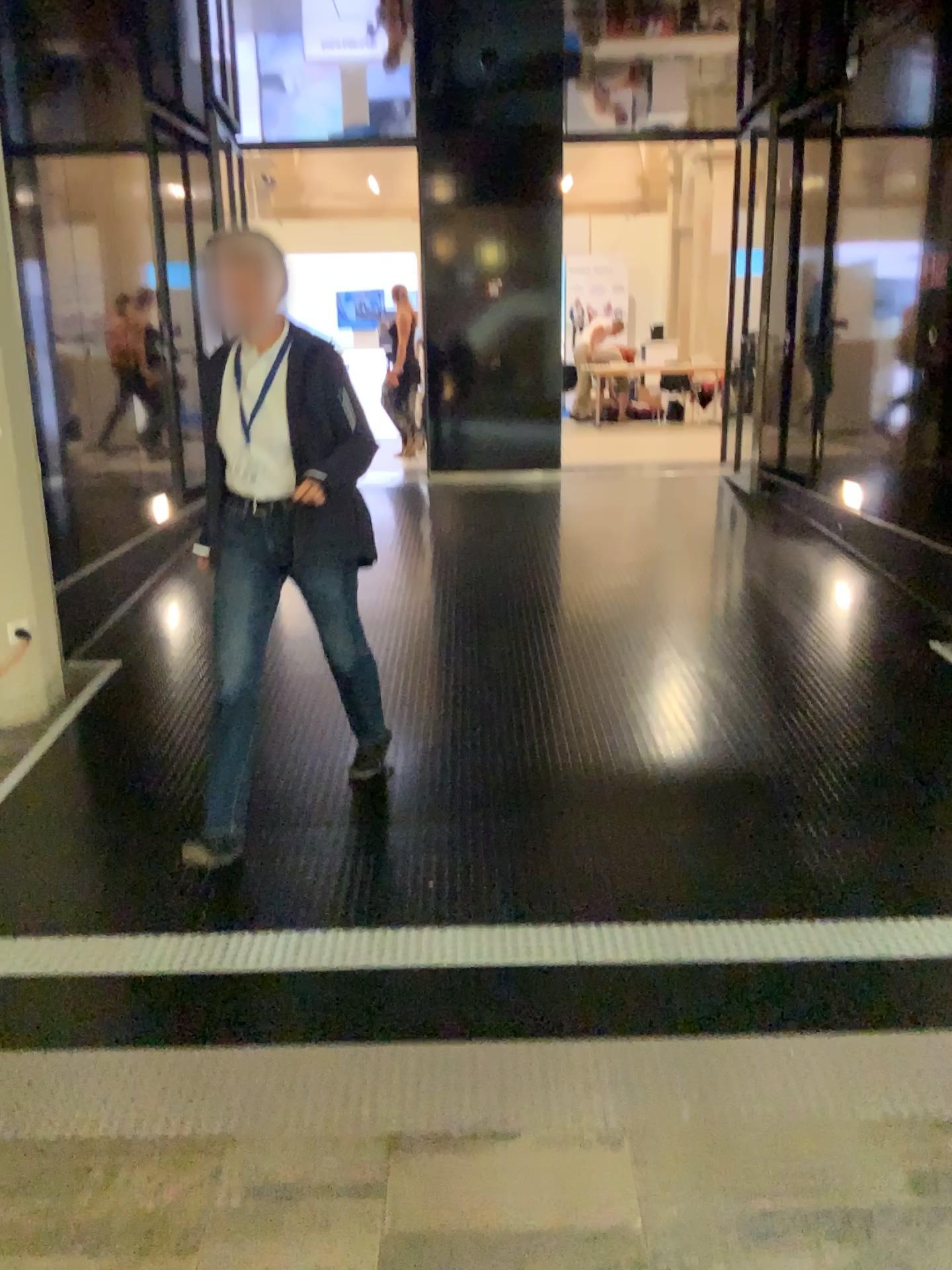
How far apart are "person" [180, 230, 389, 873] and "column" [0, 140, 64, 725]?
1.42m

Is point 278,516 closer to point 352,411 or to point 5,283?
point 352,411

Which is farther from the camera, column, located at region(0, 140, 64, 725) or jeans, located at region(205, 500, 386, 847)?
column, located at region(0, 140, 64, 725)

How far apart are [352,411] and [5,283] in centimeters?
218cm

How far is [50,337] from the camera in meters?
4.5 m

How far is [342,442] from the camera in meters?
2.8

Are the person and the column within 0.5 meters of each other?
no

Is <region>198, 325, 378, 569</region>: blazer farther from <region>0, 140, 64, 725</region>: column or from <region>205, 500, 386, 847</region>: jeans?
<region>0, 140, 64, 725</region>: column

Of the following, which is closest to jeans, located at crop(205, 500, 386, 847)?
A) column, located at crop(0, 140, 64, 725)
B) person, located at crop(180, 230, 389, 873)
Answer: person, located at crop(180, 230, 389, 873)

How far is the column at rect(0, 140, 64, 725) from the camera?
4.13m
